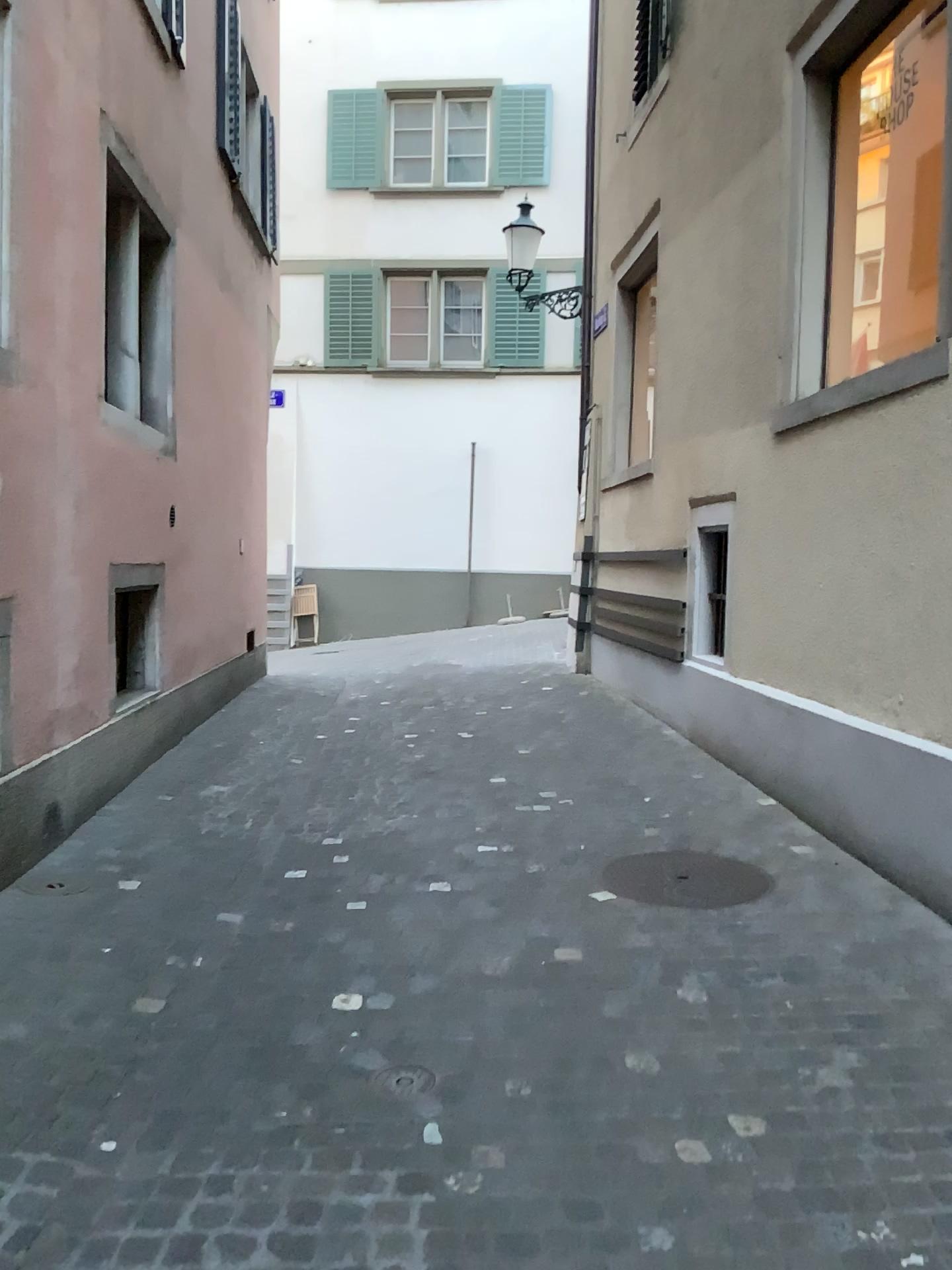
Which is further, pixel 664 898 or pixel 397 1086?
pixel 664 898

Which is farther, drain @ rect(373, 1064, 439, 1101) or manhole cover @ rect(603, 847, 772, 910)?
manhole cover @ rect(603, 847, 772, 910)

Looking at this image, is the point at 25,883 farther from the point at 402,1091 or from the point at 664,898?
the point at 664,898

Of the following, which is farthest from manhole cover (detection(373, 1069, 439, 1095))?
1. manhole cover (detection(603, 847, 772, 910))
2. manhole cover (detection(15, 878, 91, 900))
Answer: manhole cover (detection(15, 878, 91, 900))

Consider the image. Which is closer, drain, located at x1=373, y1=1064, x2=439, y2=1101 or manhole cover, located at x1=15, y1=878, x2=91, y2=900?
drain, located at x1=373, y1=1064, x2=439, y2=1101

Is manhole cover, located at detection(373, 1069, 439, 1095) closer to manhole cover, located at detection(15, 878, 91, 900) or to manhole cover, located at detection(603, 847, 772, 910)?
manhole cover, located at detection(603, 847, 772, 910)

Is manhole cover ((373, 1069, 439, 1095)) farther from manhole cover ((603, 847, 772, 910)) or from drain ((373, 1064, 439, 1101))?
manhole cover ((603, 847, 772, 910))

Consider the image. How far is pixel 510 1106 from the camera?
2.6m

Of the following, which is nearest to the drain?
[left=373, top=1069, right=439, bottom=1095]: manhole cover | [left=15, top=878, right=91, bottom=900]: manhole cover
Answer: [left=373, top=1069, right=439, bottom=1095]: manhole cover

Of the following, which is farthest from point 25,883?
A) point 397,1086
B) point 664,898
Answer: point 664,898
